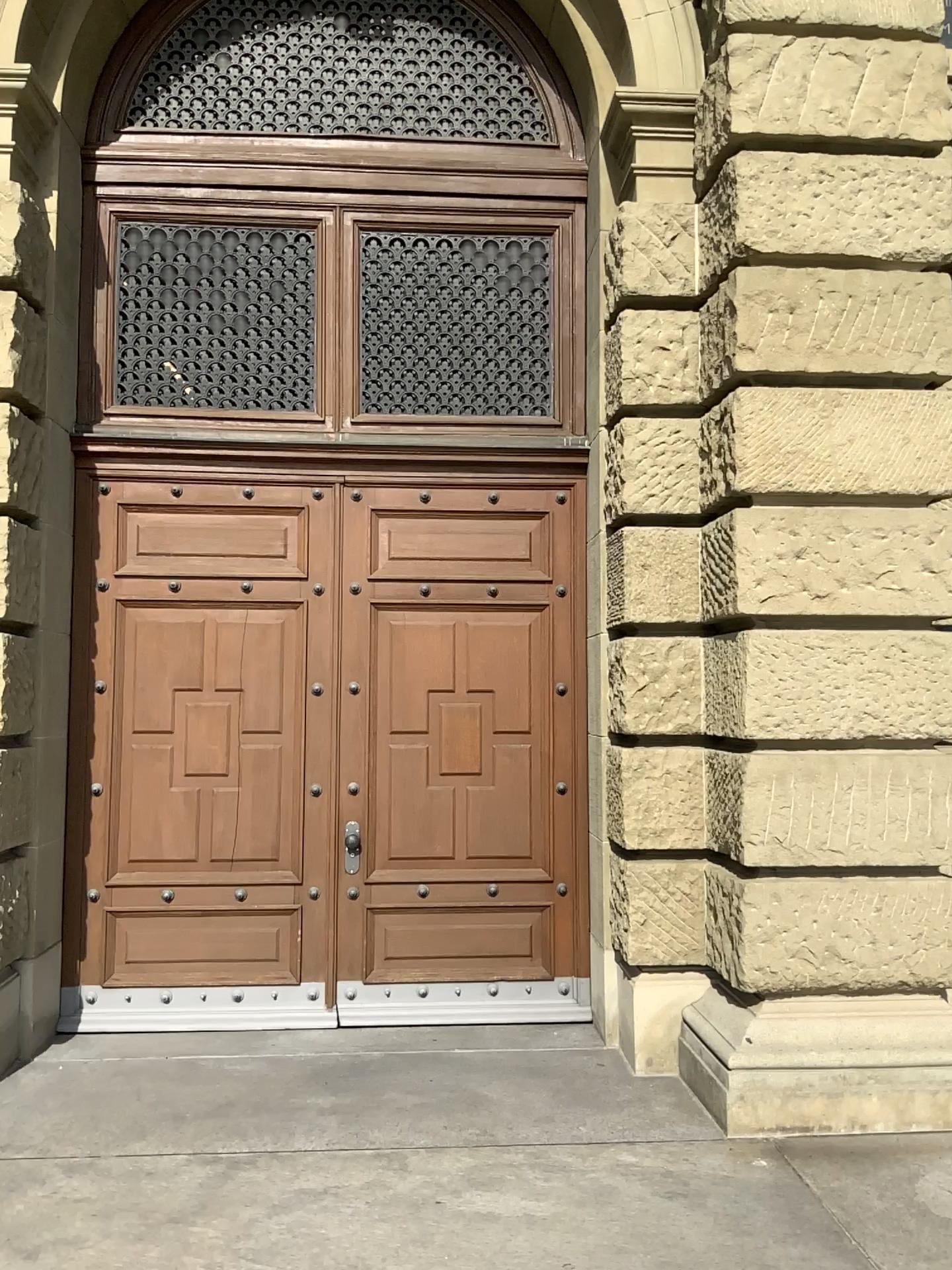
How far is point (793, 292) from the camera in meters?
4.5

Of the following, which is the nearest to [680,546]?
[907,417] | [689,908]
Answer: [907,417]

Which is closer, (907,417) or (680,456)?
(907,417)

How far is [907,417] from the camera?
4.38m

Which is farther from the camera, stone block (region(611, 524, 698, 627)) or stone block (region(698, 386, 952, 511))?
stone block (region(611, 524, 698, 627))

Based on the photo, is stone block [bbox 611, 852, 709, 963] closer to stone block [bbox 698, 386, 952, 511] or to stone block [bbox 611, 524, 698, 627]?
stone block [bbox 611, 524, 698, 627]

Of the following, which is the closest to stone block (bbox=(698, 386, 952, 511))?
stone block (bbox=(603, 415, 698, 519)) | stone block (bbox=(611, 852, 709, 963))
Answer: stone block (bbox=(603, 415, 698, 519))

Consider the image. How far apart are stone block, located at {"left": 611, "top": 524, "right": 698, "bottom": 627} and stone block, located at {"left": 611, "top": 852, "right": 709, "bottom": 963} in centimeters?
111cm

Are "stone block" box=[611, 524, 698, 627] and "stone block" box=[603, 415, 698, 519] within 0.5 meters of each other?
yes

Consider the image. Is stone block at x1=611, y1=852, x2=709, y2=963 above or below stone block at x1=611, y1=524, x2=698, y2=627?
below
